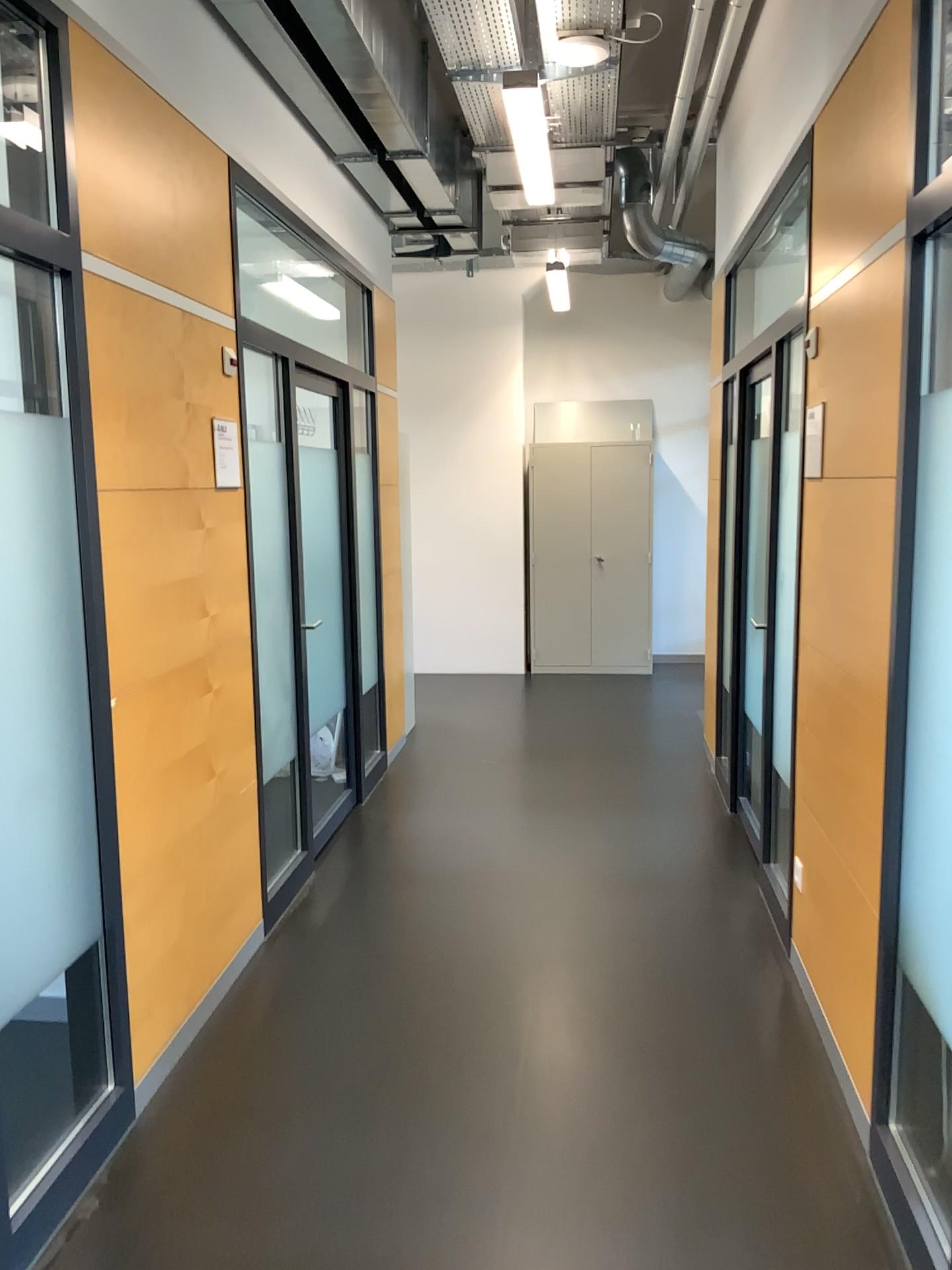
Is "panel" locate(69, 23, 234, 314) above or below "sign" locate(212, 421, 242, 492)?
above

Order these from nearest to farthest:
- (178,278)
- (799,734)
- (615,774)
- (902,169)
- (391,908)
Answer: (902,169) → (178,278) → (799,734) → (391,908) → (615,774)

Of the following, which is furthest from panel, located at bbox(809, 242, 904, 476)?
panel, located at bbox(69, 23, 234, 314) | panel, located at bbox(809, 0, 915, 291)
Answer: panel, located at bbox(69, 23, 234, 314)

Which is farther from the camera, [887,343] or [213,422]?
[213,422]

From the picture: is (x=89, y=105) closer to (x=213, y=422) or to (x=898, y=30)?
(x=213, y=422)

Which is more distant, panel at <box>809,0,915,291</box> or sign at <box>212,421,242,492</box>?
sign at <box>212,421,242,492</box>

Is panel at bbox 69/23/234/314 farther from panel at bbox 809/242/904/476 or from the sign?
panel at bbox 809/242/904/476

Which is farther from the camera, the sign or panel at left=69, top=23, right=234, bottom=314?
the sign

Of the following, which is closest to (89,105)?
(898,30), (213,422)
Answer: (213,422)

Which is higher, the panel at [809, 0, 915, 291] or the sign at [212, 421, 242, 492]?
the panel at [809, 0, 915, 291]
